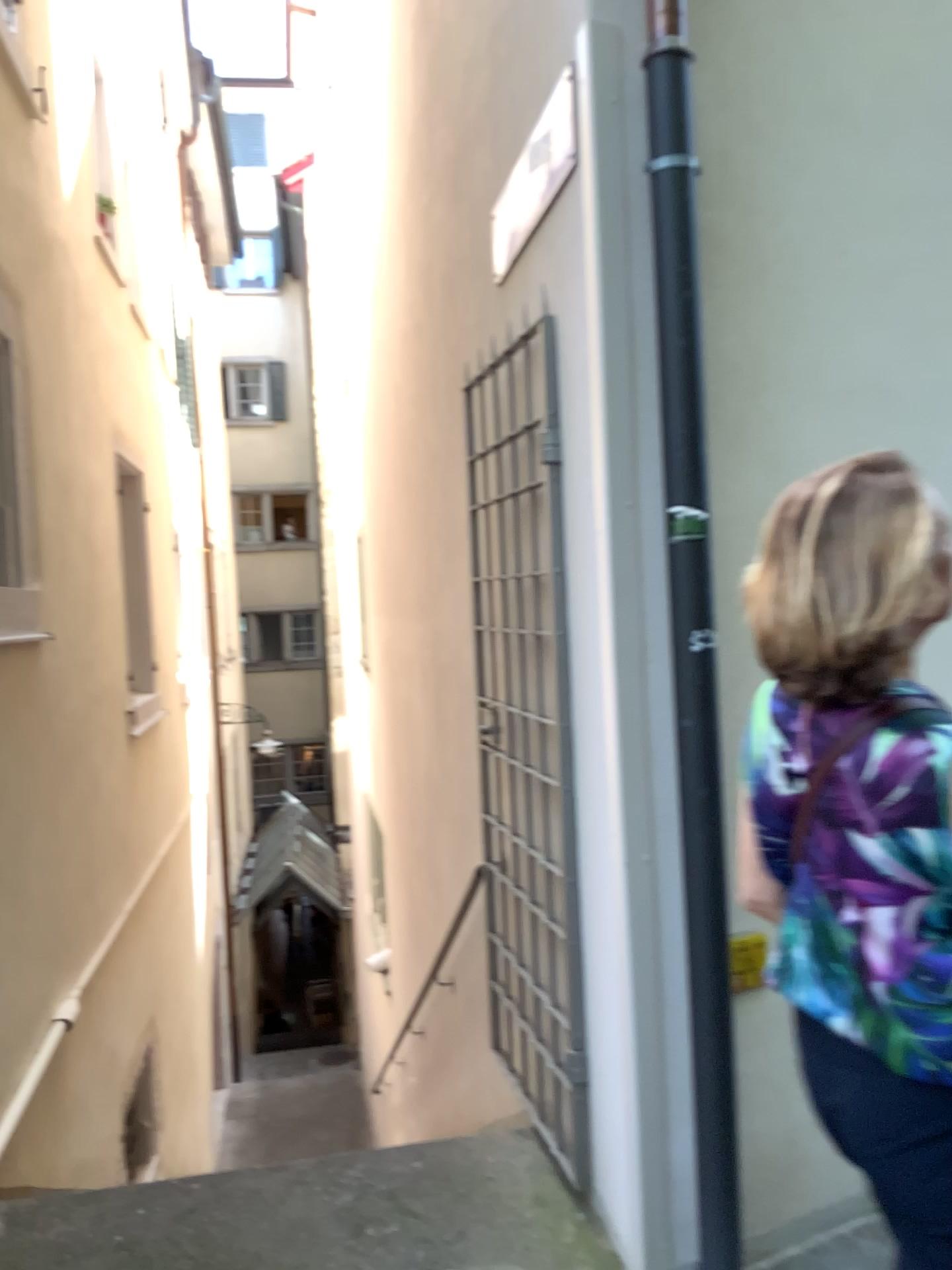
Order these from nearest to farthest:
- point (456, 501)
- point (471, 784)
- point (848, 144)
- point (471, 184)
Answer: point (848, 144) → point (471, 184) → point (456, 501) → point (471, 784)

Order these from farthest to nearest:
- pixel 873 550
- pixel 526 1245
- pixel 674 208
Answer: pixel 526 1245, pixel 674 208, pixel 873 550

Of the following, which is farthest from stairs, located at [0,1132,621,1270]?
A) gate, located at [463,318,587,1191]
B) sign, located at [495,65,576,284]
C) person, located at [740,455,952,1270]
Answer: sign, located at [495,65,576,284]

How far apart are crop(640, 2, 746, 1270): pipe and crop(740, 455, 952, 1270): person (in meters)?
0.83

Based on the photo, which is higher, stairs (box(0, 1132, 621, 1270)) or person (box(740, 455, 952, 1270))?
person (box(740, 455, 952, 1270))

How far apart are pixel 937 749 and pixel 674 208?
1.35m

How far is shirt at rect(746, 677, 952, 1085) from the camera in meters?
1.1

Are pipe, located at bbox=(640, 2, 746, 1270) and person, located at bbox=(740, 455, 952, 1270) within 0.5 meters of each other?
no

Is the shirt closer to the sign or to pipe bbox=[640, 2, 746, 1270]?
pipe bbox=[640, 2, 746, 1270]

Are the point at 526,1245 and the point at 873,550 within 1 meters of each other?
no
